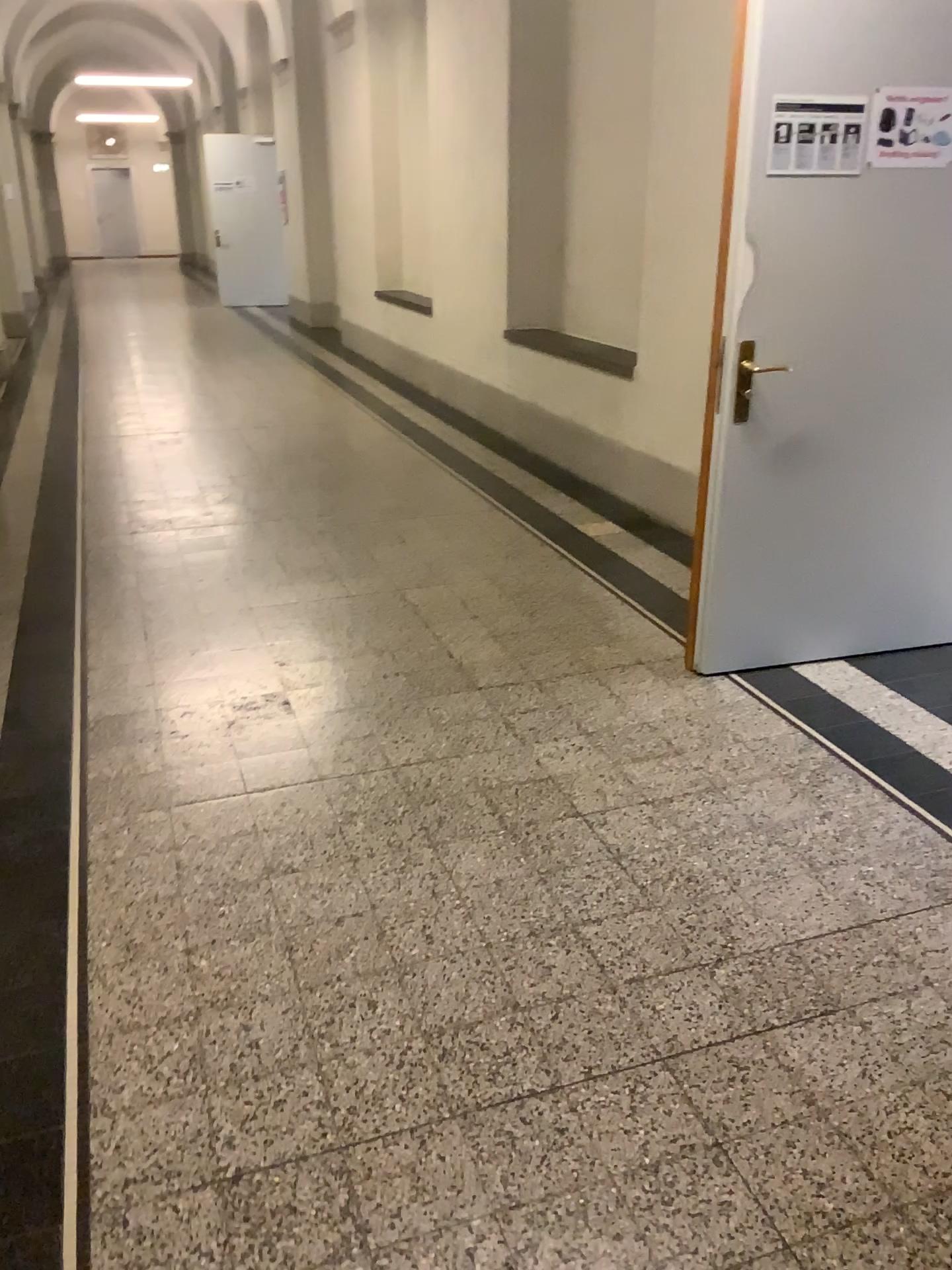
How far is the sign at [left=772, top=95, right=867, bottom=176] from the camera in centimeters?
290cm

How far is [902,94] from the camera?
2.94m

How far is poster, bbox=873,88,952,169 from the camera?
2.94m

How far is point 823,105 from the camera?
2.9 meters

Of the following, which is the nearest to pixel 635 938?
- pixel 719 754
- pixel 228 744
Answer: pixel 719 754
